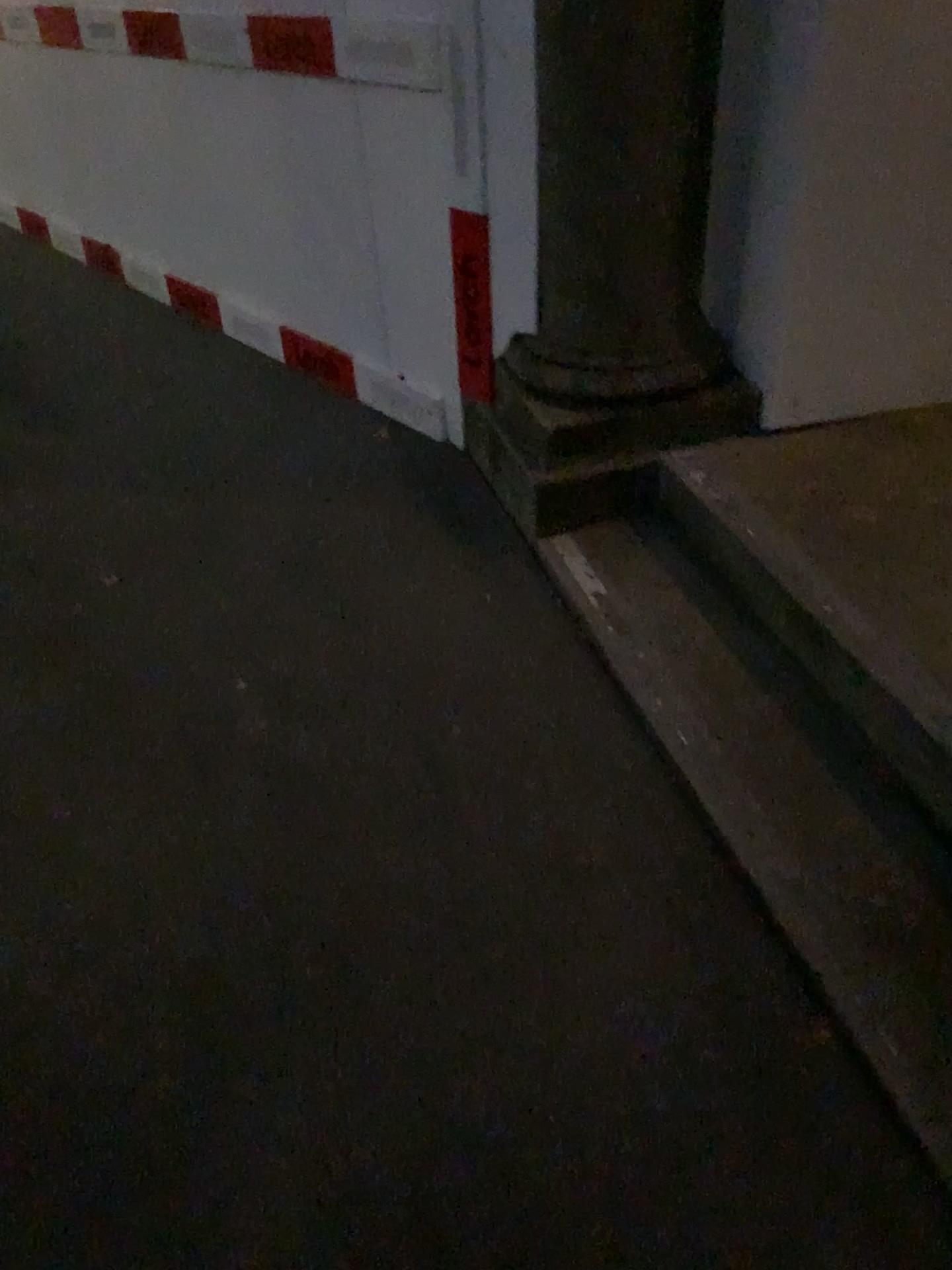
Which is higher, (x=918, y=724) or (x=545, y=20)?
(x=545, y=20)

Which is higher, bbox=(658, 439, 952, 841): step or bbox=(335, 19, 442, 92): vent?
bbox=(335, 19, 442, 92): vent

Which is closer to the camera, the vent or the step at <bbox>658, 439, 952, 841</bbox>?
the step at <bbox>658, 439, 952, 841</bbox>

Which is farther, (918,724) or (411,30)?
(411,30)

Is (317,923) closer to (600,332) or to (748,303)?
(600,332)

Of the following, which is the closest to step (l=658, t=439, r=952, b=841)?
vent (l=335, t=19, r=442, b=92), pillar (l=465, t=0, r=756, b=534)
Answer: pillar (l=465, t=0, r=756, b=534)

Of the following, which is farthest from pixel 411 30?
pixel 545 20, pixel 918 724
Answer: pixel 918 724

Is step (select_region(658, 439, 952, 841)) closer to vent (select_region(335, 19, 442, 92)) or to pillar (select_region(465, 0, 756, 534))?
pillar (select_region(465, 0, 756, 534))
